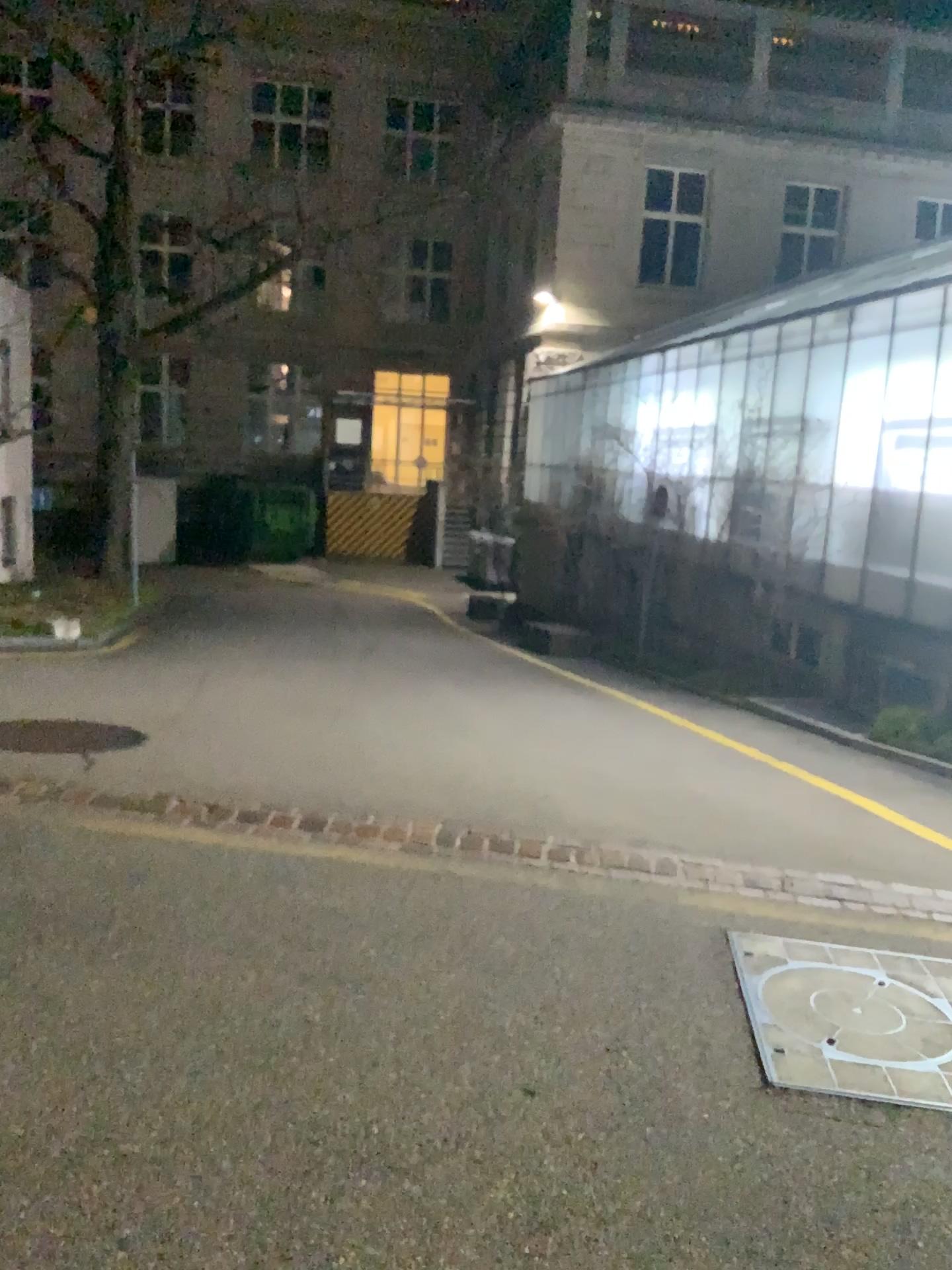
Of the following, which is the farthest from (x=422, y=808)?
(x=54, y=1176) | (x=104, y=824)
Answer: (x=54, y=1176)
